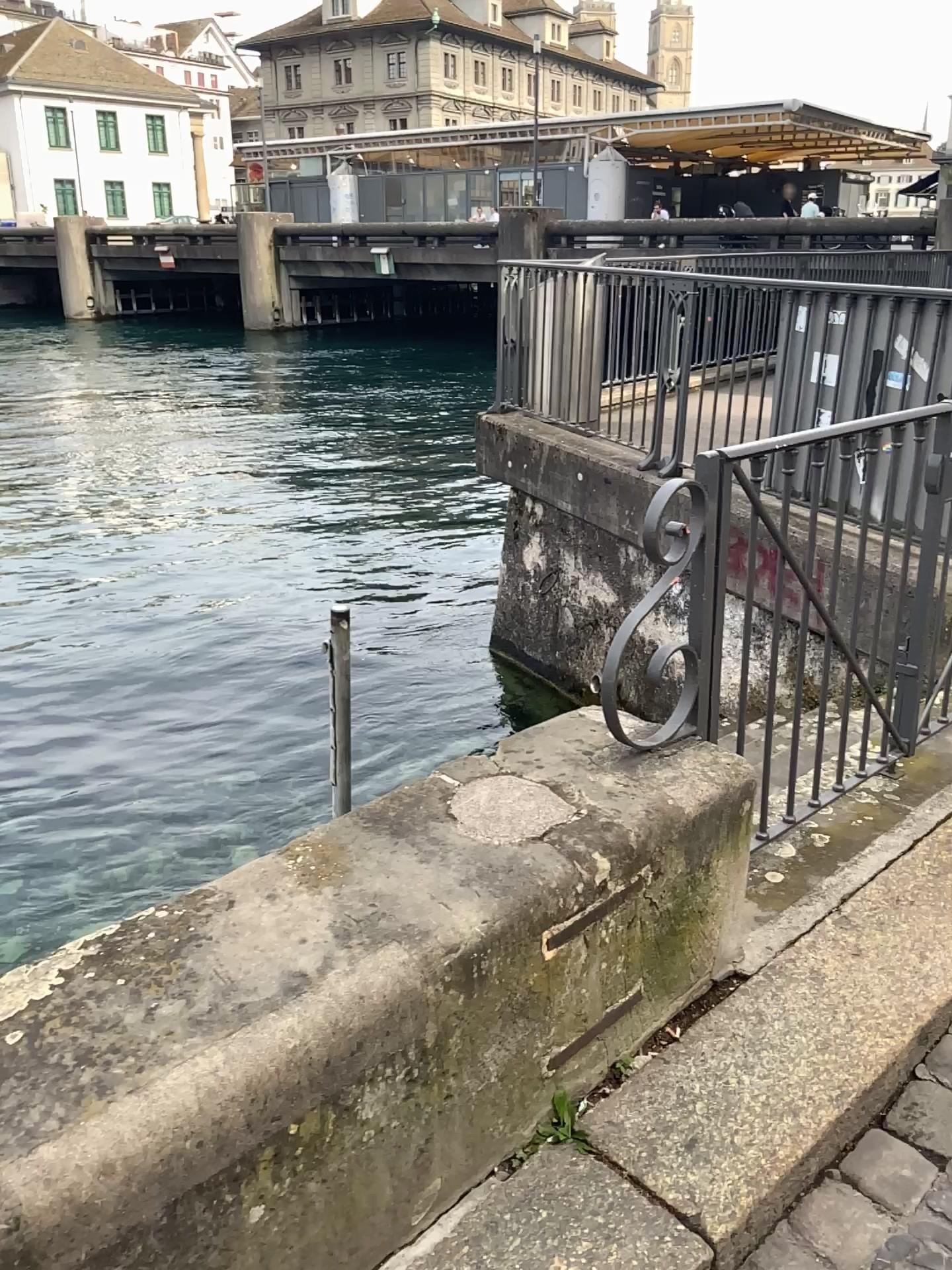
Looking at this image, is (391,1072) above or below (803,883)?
above
